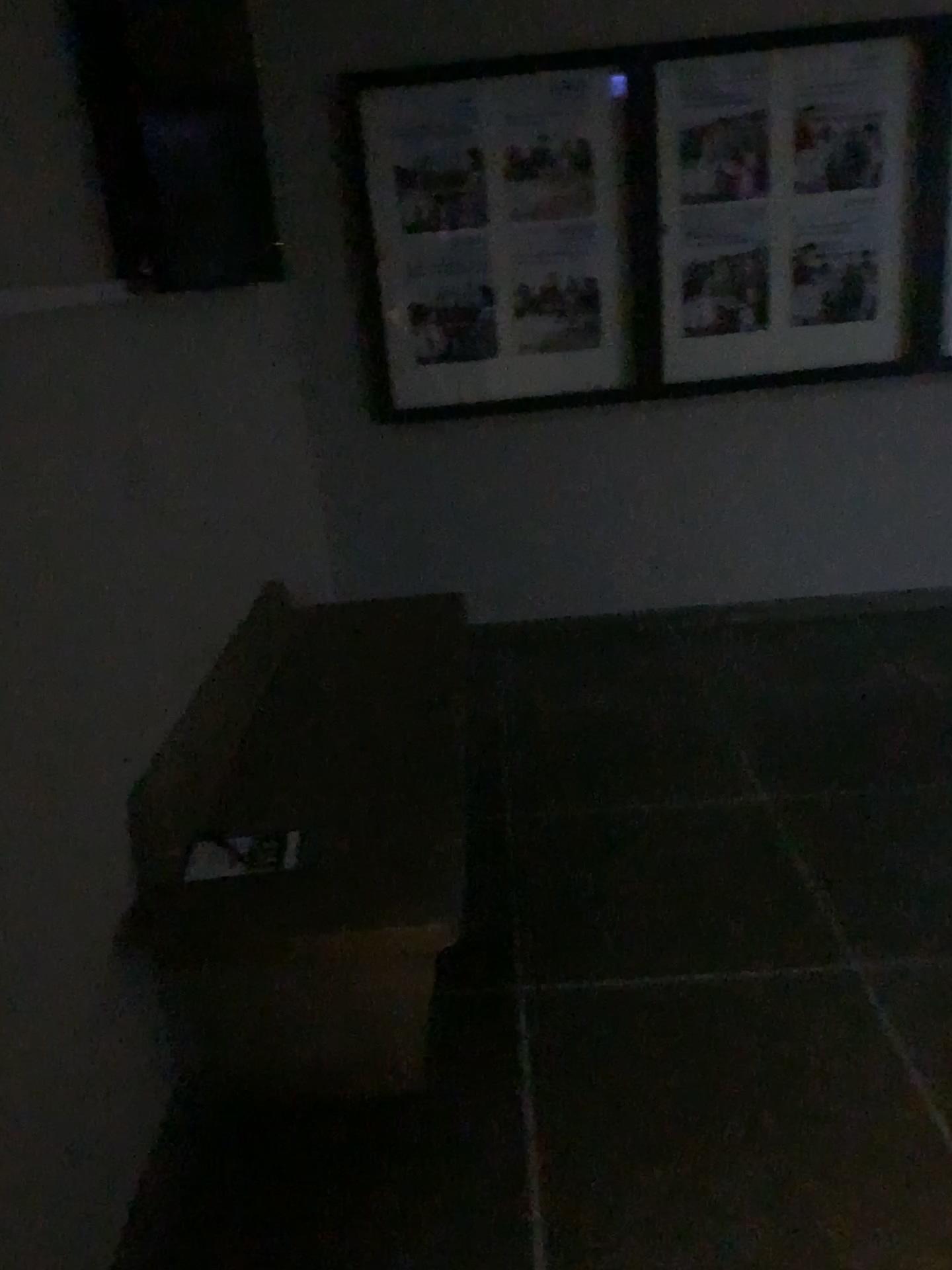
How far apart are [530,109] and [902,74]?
1.2 meters

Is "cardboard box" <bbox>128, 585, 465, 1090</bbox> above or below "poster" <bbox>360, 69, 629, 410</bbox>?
below

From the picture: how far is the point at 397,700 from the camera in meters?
2.4 m

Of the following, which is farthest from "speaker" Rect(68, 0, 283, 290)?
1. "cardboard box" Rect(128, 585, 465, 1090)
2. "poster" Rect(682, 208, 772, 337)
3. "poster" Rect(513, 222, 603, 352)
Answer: "poster" Rect(682, 208, 772, 337)

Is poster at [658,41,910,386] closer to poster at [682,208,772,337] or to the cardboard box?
poster at [682,208,772,337]

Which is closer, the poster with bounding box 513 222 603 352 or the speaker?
the speaker

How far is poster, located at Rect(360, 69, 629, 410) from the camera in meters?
3.5 m

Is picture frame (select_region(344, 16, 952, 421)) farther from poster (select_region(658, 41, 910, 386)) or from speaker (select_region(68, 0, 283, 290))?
speaker (select_region(68, 0, 283, 290))

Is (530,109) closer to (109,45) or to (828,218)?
(828,218)

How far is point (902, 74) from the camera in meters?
3.5 m
